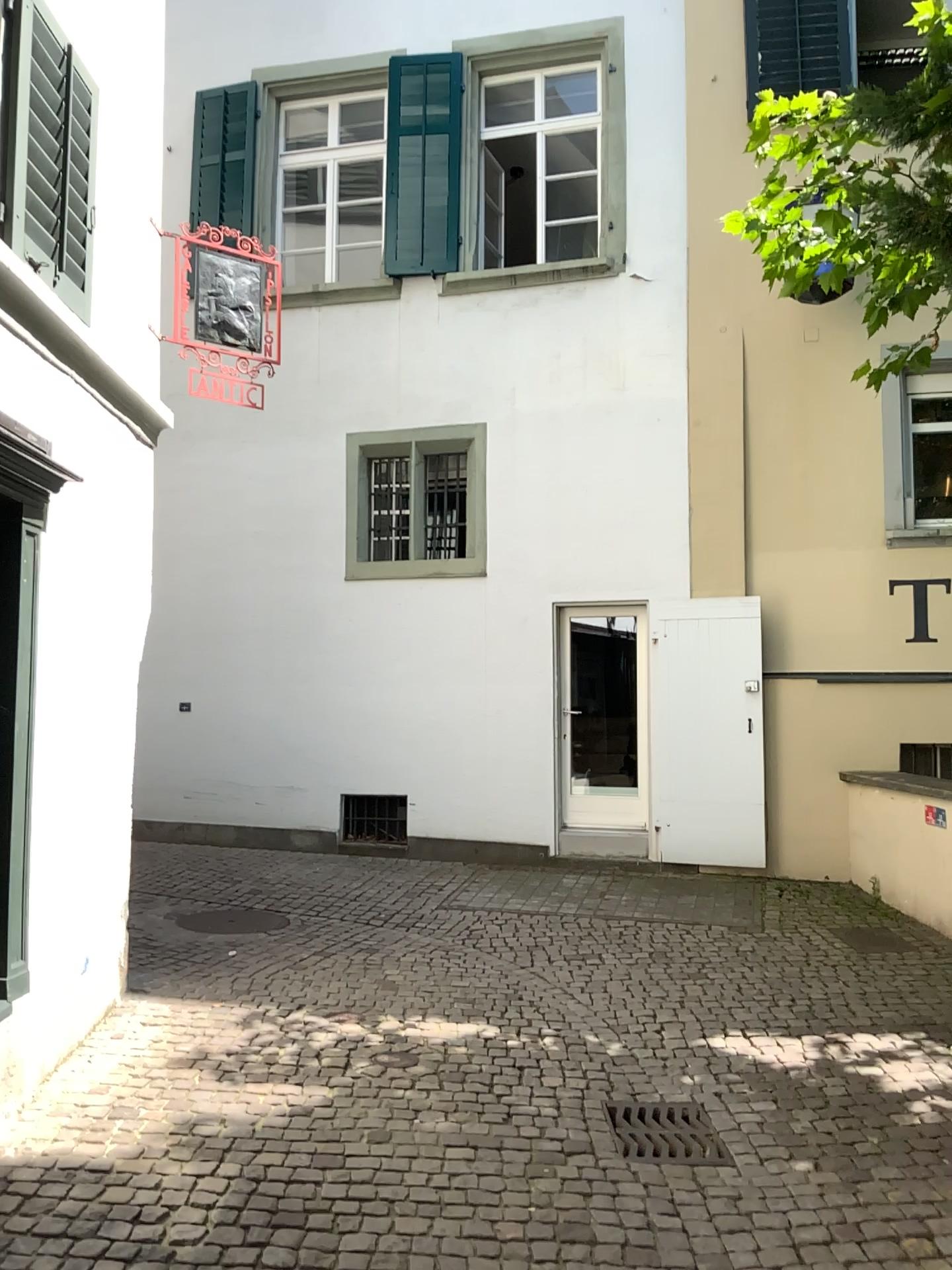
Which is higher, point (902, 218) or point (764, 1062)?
point (902, 218)
